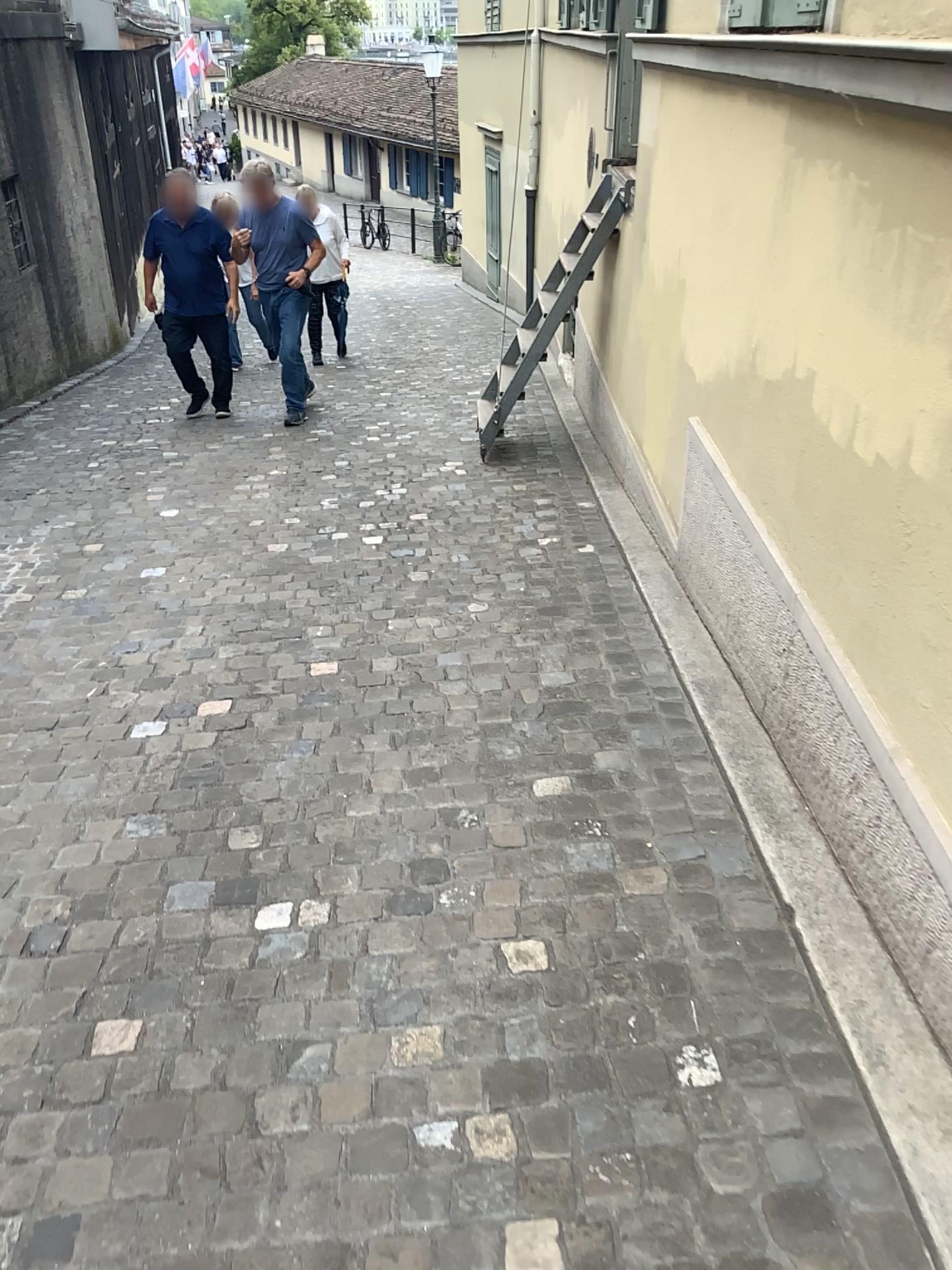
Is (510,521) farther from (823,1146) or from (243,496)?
(823,1146)
